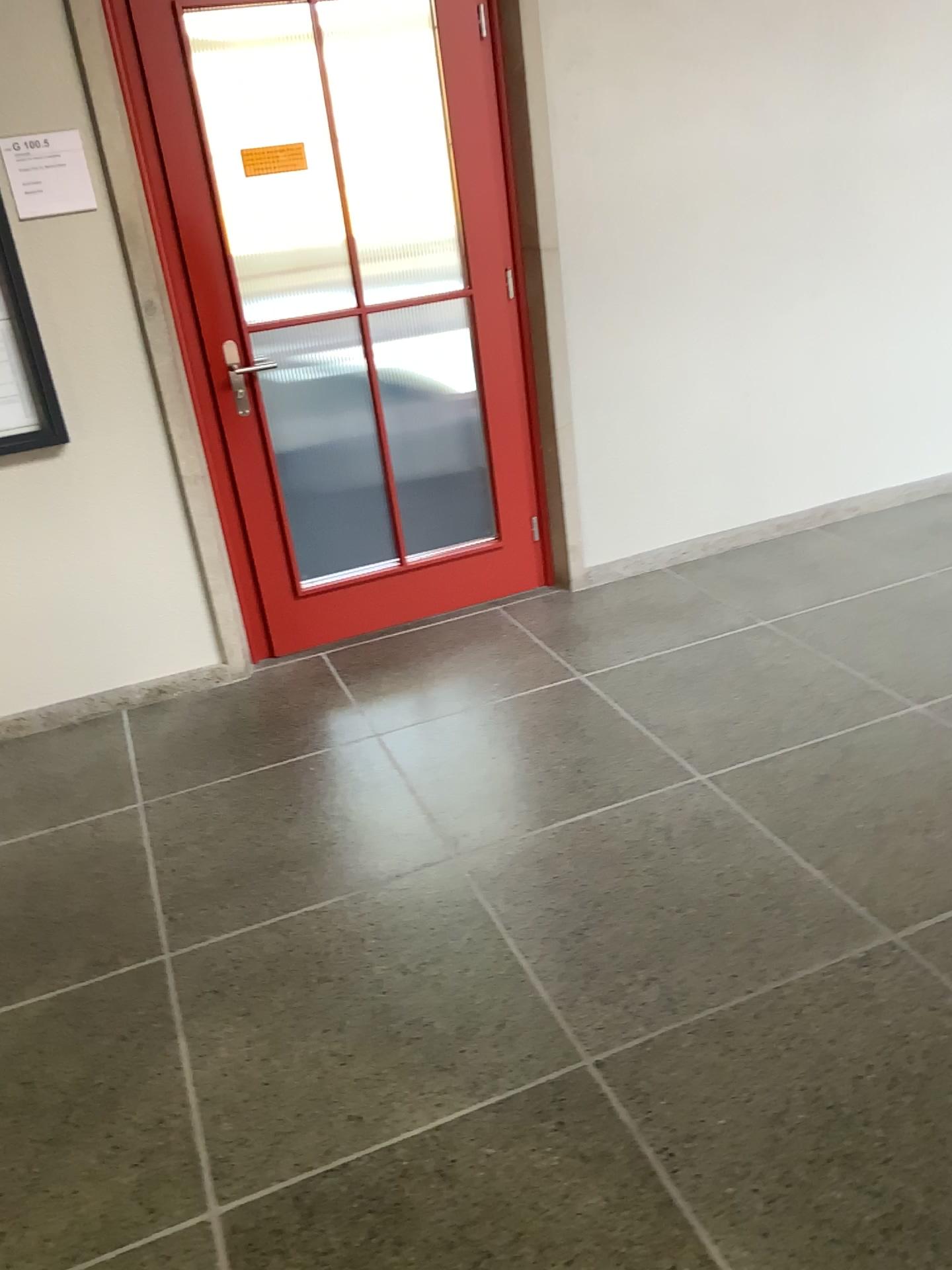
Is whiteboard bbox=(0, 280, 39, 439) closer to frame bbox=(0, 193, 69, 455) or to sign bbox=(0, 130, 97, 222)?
frame bbox=(0, 193, 69, 455)

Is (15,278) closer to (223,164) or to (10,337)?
(10,337)

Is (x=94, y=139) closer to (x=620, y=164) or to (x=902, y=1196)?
(x=620, y=164)

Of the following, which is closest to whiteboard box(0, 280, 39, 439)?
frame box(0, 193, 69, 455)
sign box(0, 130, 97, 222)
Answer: frame box(0, 193, 69, 455)

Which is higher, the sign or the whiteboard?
the sign

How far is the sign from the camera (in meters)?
2.85

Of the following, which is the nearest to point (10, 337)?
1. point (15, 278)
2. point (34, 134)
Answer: point (15, 278)

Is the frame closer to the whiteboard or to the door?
the whiteboard

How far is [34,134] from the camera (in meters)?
2.85

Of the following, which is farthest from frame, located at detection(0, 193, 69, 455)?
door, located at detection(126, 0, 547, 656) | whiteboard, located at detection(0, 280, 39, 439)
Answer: door, located at detection(126, 0, 547, 656)
